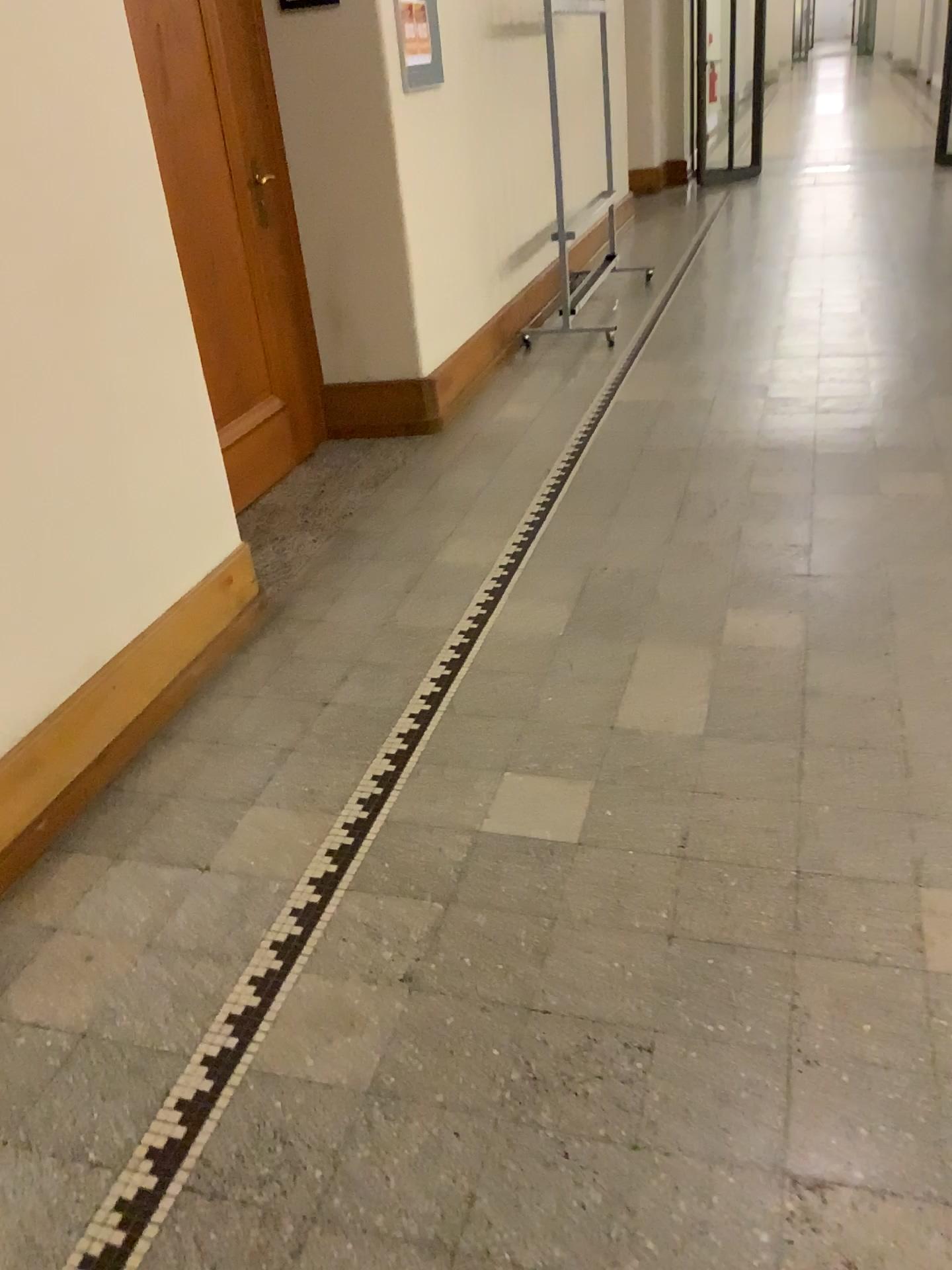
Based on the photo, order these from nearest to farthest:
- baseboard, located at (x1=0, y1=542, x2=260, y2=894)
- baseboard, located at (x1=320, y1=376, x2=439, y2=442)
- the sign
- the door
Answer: baseboard, located at (x1=0, y1=542, x2=260, y2=894)
the door
the sign
baseboard, located at (x1=320, y1=376, x2=439, y2=442)

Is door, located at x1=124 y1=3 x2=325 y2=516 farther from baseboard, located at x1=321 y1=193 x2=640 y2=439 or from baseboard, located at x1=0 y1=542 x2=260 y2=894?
baseboard, located at x1=0 y1=542 x2=260 y2=894

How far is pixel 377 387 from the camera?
4.31m

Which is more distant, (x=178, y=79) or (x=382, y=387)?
(x=382, y=387)

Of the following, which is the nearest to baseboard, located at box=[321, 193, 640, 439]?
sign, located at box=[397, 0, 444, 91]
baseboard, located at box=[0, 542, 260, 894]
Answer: sign, located at box=[397, 0, 444, 91]

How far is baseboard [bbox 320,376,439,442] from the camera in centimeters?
431cm

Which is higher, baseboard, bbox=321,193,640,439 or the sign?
the sign

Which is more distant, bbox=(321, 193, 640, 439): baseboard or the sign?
bbox=(321, 193, 640, 439): baseboard

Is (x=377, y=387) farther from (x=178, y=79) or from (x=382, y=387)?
(x=178, y=79)

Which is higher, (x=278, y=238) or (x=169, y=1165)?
(x=278, y=238)
